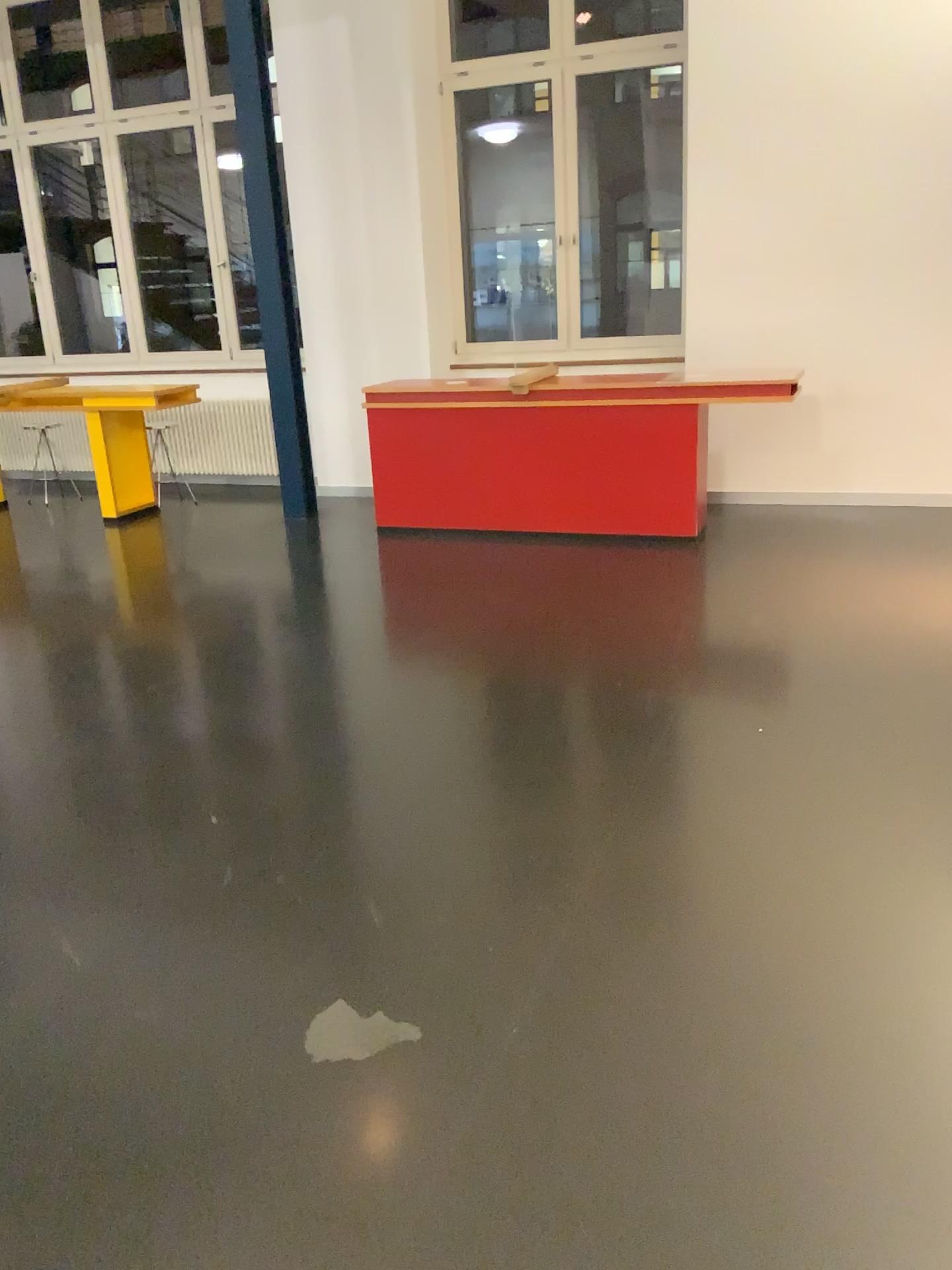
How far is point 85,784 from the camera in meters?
3.3
